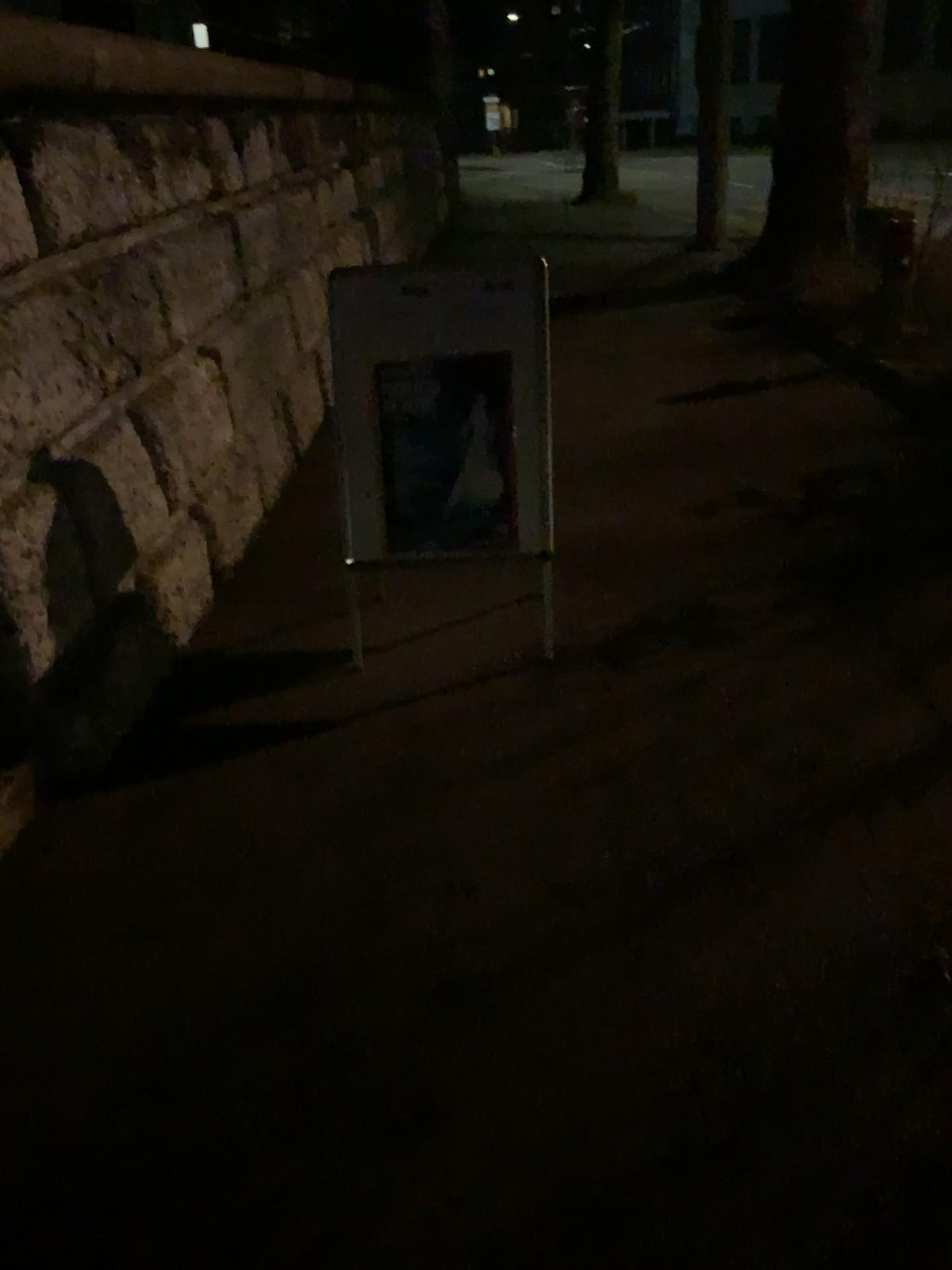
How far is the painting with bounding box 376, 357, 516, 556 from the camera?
3.2 meters

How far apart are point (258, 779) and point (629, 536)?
2.09m

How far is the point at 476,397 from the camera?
3.2 meters

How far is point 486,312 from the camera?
3.1m

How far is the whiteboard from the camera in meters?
3.1 m
